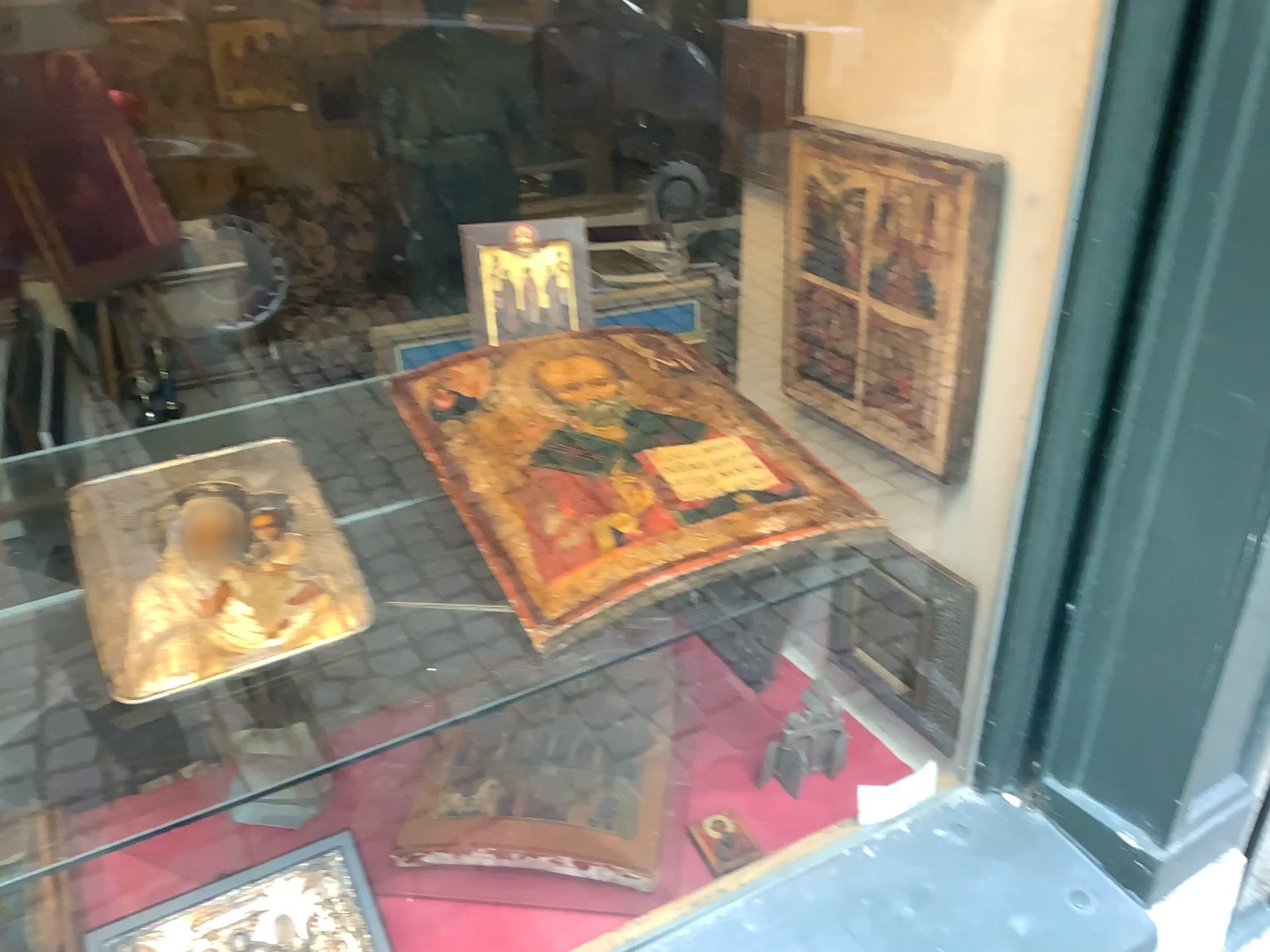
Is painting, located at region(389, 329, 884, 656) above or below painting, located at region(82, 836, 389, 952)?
above

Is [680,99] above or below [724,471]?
above

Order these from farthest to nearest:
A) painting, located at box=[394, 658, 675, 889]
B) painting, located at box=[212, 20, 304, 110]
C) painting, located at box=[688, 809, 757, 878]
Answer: painting, located at box=[688, 809, 757, 878] < painting, located at box=[394, 658, 675, 889] < painting, located at box=[212, 20, 304, 110]

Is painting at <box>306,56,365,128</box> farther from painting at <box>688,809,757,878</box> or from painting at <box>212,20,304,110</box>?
painting at <box>688,809,757,878</box>

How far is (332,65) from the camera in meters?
0.6 m

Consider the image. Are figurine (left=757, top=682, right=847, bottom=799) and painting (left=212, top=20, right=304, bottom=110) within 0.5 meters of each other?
no

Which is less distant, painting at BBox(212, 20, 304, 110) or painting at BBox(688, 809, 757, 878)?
painting at BBox(212, 20, 304, 110)

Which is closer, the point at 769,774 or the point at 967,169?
the point at 967,169

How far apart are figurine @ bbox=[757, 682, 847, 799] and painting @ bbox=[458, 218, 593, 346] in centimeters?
76cm

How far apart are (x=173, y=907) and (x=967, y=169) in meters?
1.0
